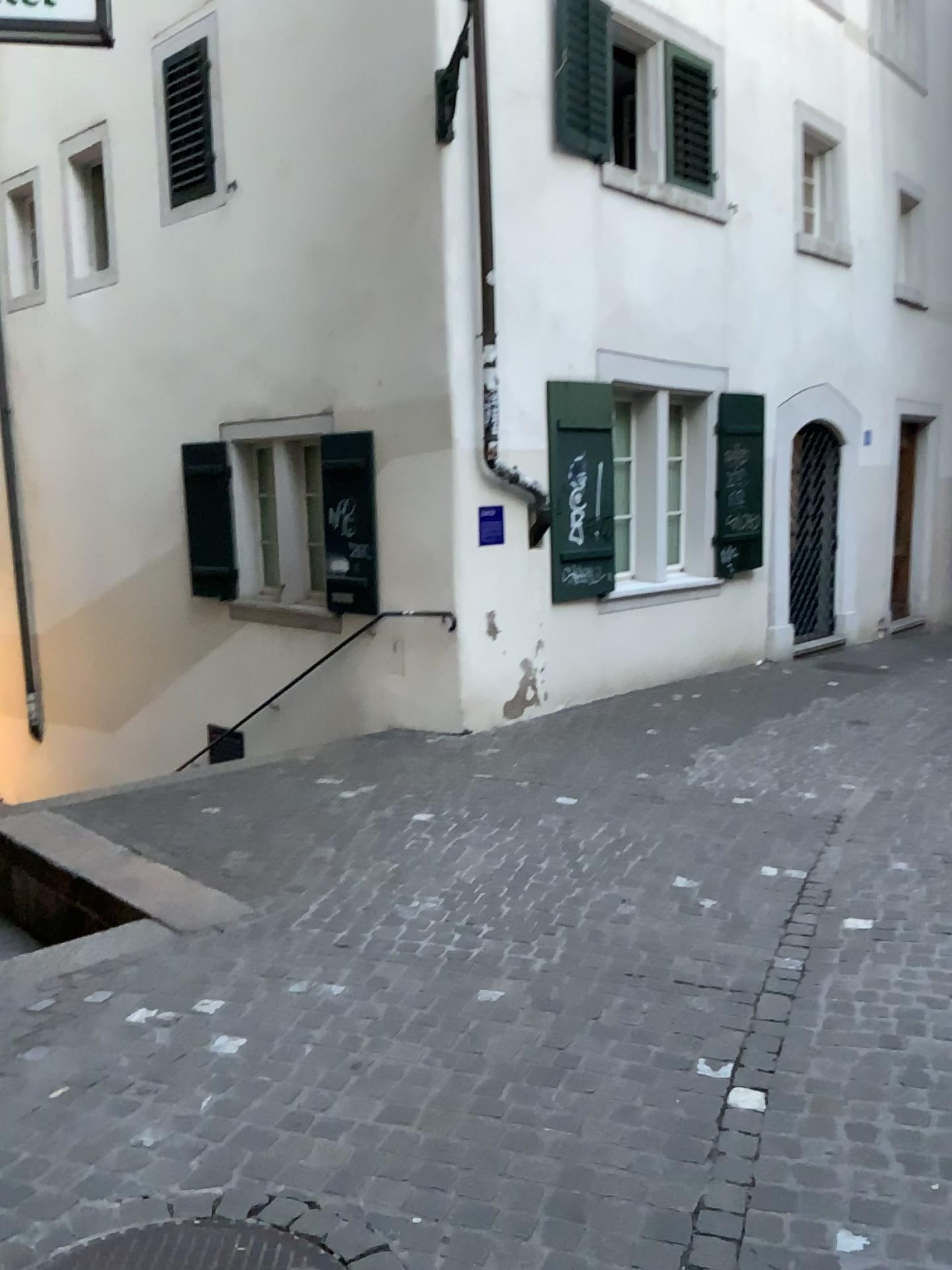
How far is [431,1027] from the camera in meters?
3.2
